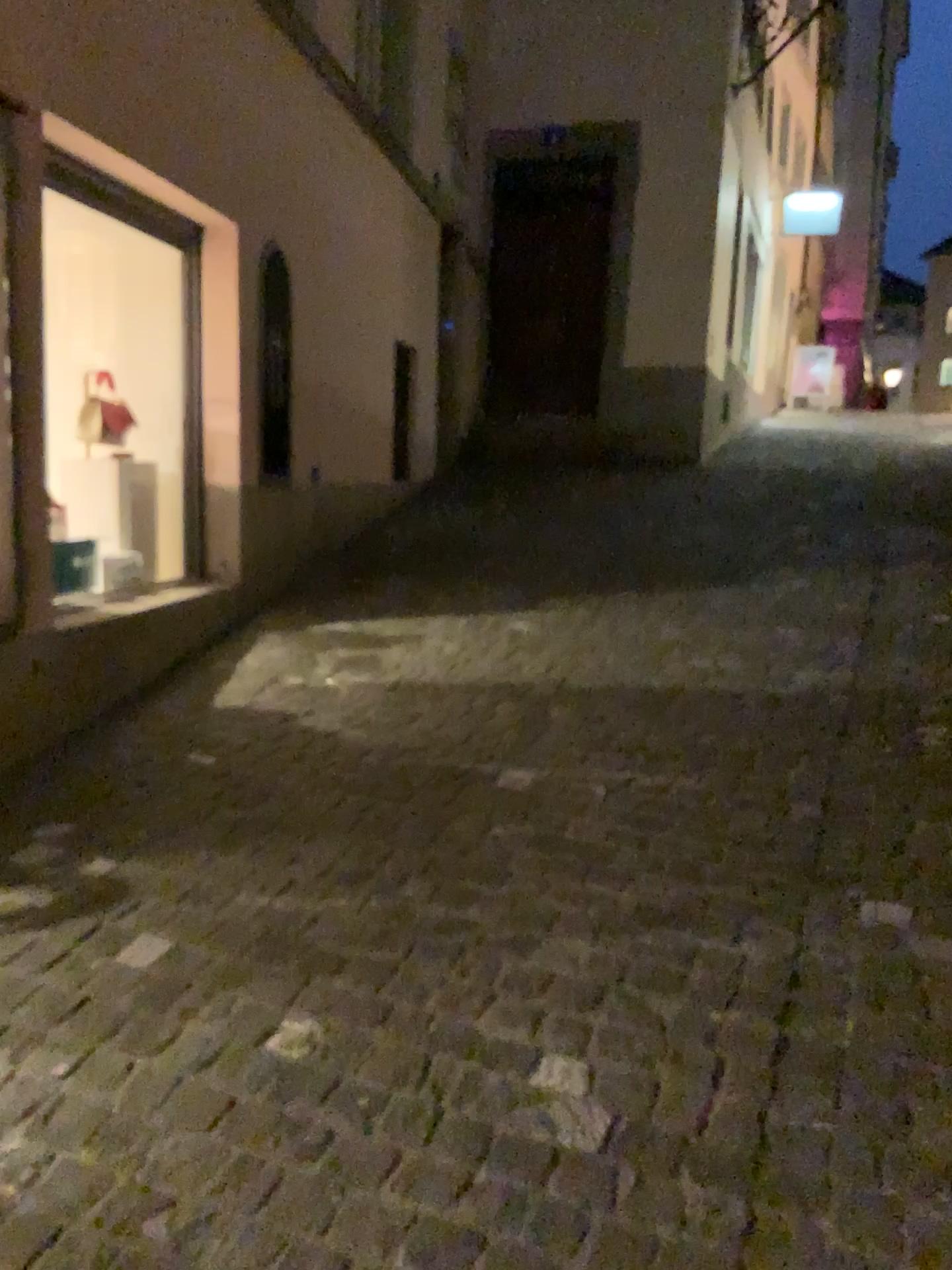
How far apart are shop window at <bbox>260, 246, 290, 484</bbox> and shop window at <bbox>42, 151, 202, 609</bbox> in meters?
0.4

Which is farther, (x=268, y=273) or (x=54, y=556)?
(x=268, y=273)

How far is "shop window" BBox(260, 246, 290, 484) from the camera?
4.8m

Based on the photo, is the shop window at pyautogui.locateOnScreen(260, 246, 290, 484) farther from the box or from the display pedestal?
the box

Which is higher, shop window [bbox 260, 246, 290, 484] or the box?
shop window [bbox 260, 246, 290, 484]

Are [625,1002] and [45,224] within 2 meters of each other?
no

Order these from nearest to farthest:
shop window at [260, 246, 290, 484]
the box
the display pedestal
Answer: the box < the display pedestal < shop window at [260, 246, 290, 484]

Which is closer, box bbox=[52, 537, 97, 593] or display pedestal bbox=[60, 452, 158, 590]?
box bbox=[52, 537, 97, 593]

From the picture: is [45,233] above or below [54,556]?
above

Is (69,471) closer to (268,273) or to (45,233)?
(45,233)
